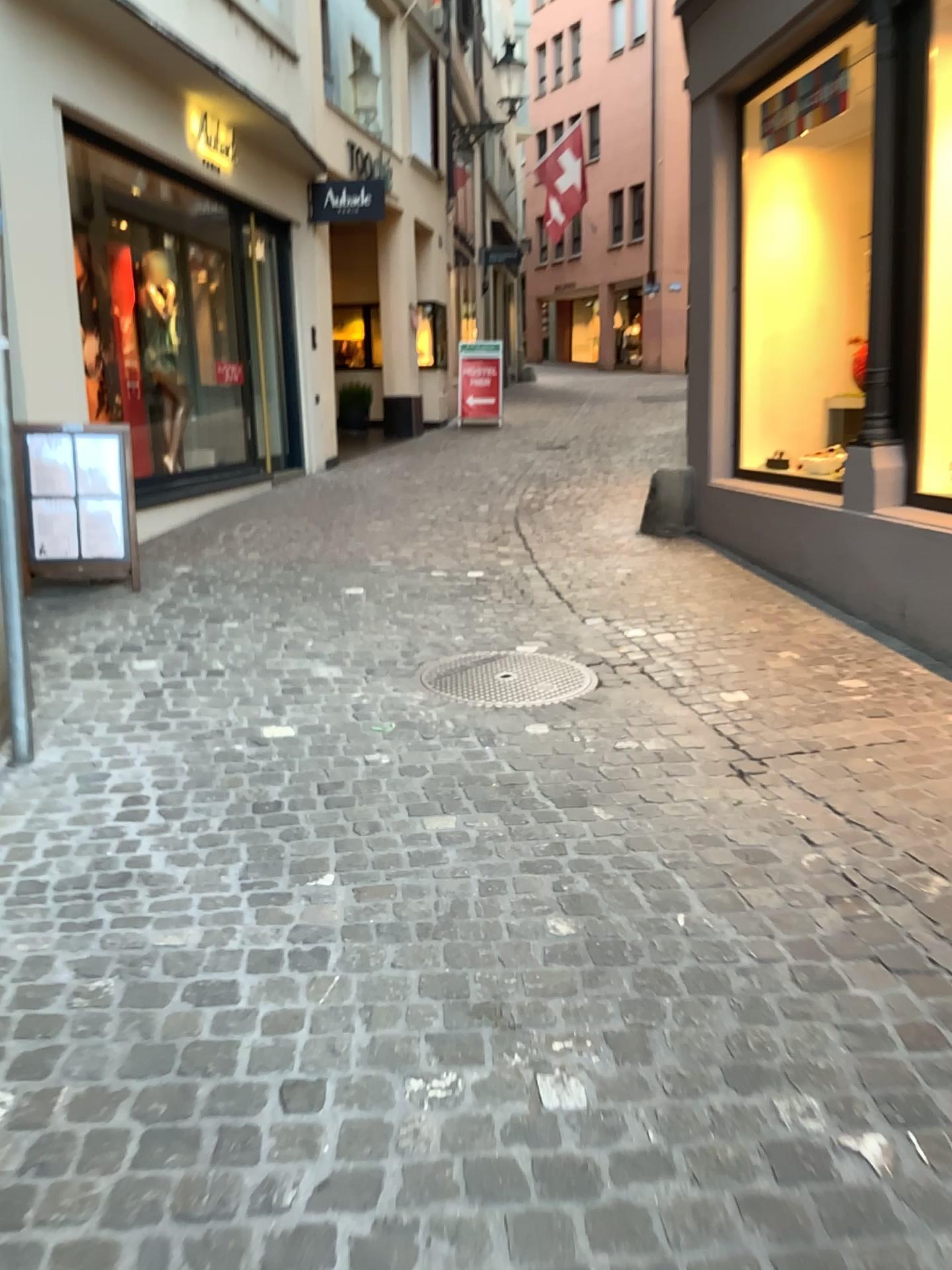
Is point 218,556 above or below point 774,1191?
above
